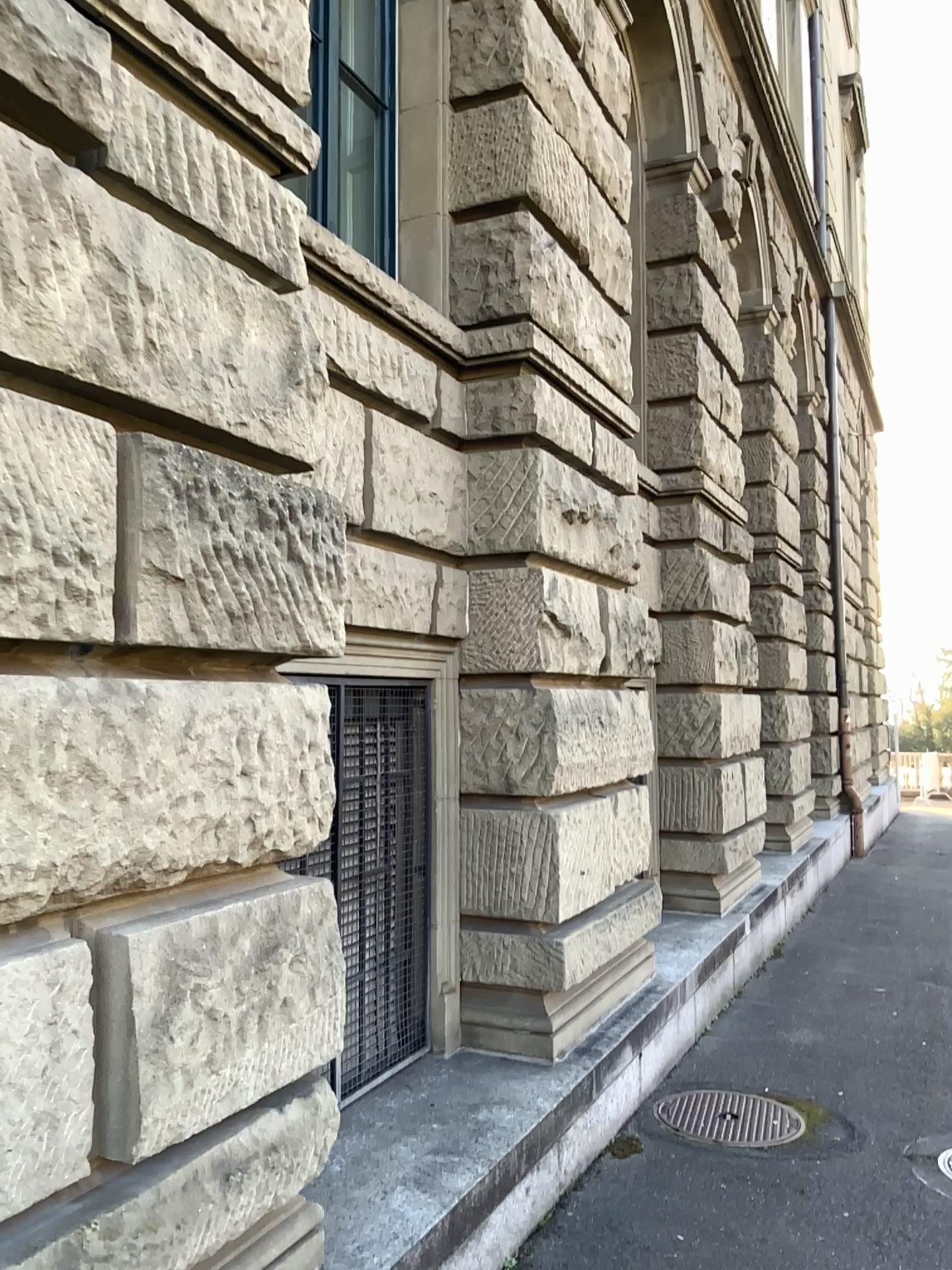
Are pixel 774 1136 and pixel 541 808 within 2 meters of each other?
yes

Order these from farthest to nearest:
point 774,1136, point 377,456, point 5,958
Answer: point 774,1136
point 377,456
point 5,958

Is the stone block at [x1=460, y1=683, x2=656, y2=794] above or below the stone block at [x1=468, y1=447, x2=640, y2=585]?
below

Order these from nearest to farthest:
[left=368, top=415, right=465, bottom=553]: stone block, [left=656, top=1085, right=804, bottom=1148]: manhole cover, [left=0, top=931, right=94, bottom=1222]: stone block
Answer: [left=0, top=931, right=94, bottom=1222]: stone block < [left=368, top=415, right=465, bottom=553]: stone block < [left=656, top=1085, right=804, bottom=1148]: manhole cover

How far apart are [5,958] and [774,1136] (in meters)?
3.46

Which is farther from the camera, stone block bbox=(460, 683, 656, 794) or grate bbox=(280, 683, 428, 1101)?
stone block bbox=(460, 683, 656, 794)

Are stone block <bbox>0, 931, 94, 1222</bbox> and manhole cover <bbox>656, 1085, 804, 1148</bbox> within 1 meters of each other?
no

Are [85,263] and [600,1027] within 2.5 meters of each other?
no

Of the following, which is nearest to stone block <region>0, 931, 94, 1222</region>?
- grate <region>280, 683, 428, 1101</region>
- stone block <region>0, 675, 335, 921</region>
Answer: stone block <region>0, 675, 335, 921</region>

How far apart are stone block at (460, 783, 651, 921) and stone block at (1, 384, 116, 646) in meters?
2.5
